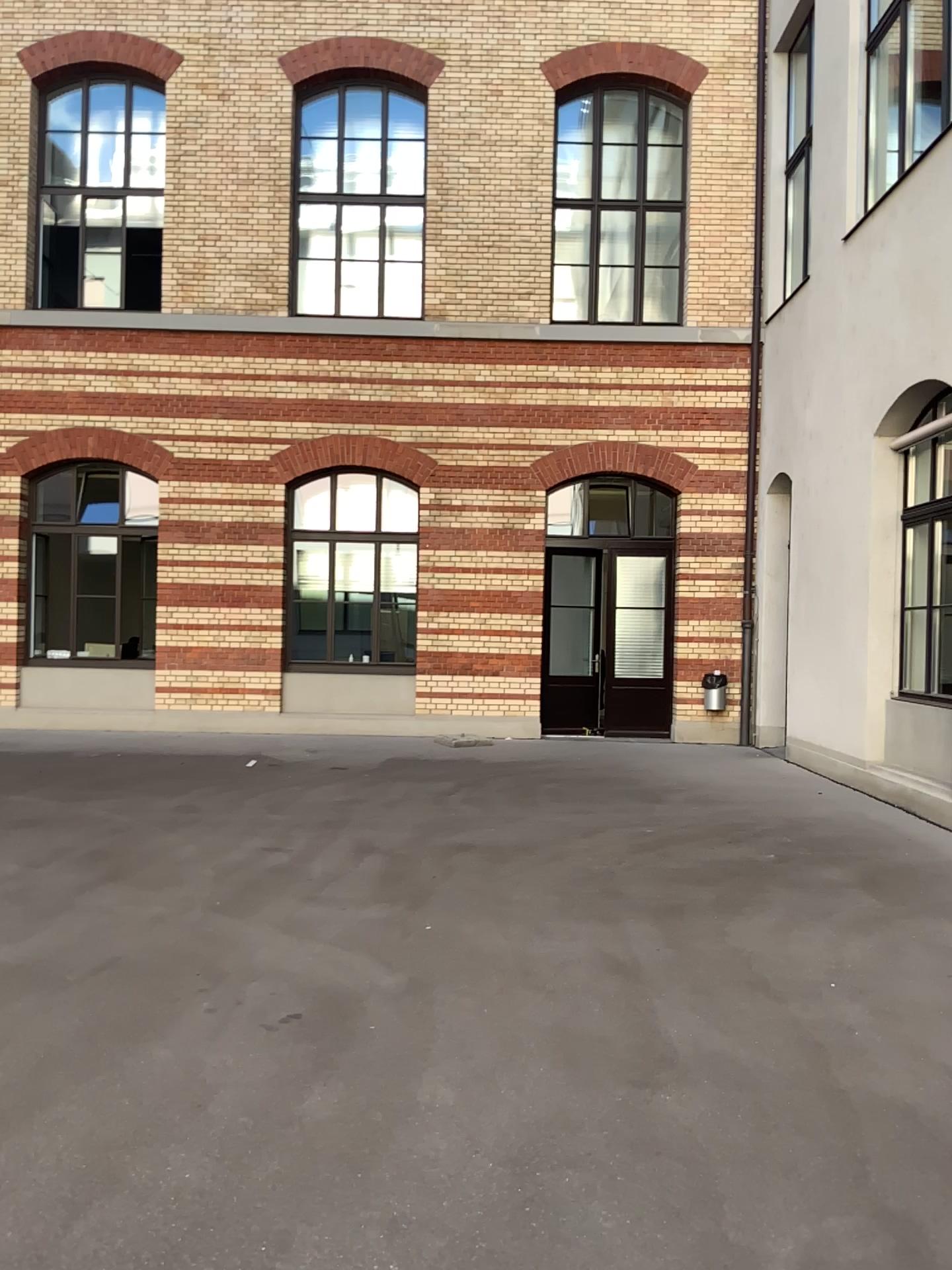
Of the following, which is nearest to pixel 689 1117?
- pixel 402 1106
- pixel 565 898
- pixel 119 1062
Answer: pixel 402 1106
